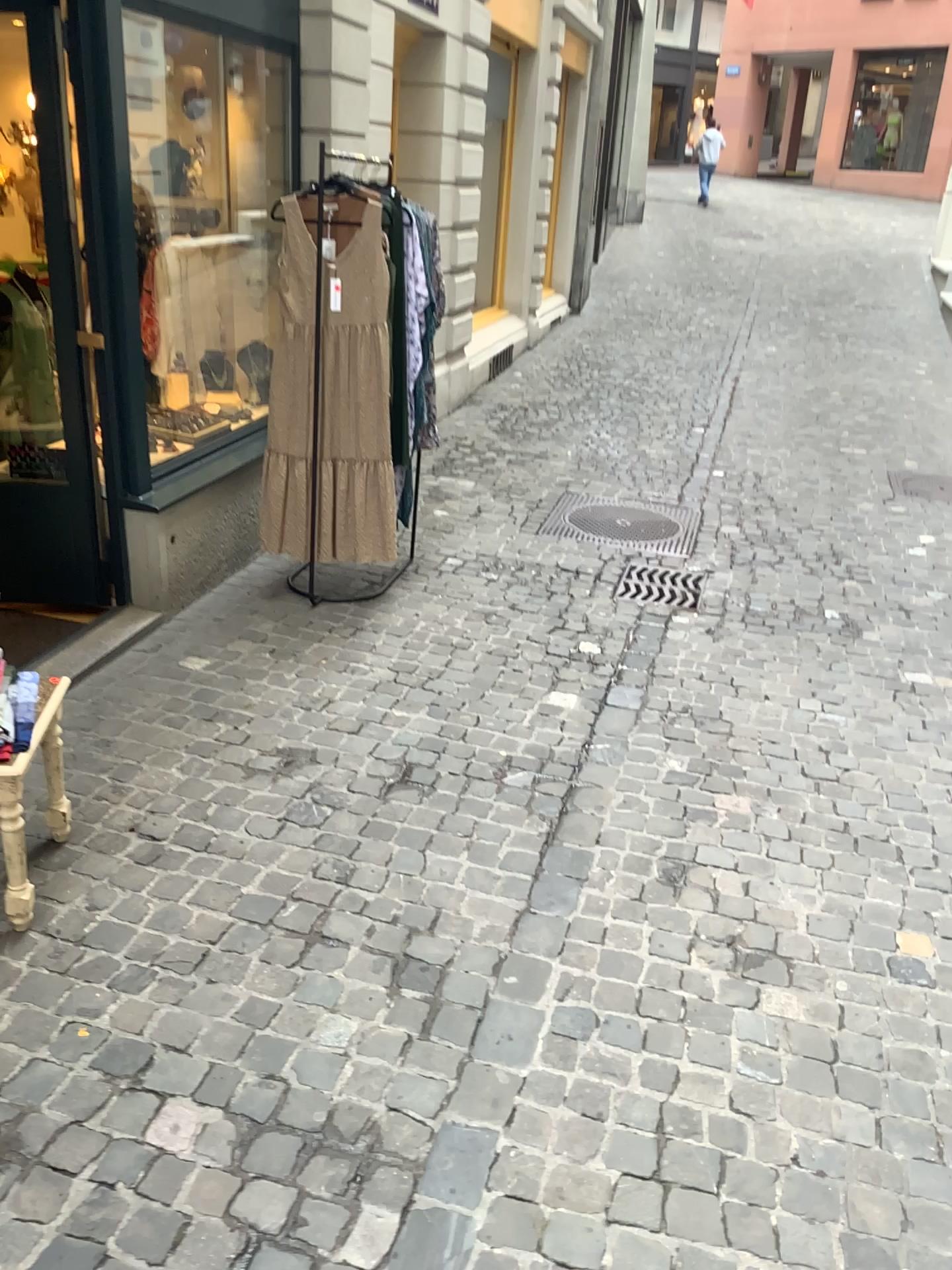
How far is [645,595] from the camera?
4.6 meters

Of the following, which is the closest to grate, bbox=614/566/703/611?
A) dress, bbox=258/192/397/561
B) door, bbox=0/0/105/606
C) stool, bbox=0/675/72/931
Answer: dress, bbox=258/192/397/561

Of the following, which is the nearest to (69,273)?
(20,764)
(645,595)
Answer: (20,764)

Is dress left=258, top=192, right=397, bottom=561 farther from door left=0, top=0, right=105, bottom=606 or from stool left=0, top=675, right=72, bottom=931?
stool left=0, top=675, right=72, bottom=931

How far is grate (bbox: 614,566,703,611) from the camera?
4.6m

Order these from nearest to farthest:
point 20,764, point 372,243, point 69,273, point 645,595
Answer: point 20,764 → point 69,273 → point 372,243 → point 645,595

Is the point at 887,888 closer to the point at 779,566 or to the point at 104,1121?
the point at 104,1121

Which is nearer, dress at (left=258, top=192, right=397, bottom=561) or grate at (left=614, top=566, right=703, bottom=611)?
dress at (left=258, top=192, right=397, bottom=561)

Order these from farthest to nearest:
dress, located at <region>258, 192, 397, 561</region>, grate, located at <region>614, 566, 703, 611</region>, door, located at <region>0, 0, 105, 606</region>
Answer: grate, located at <region>614, 566, 703, 611</region> < dress, located at <region>258, 192, 397, 561</region> < door, located at <region>0, 0, 105, 606</region>

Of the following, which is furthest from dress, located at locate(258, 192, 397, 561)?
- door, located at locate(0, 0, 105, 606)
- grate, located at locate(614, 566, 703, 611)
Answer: grate, located at locate(614, 566, 703, 611)
